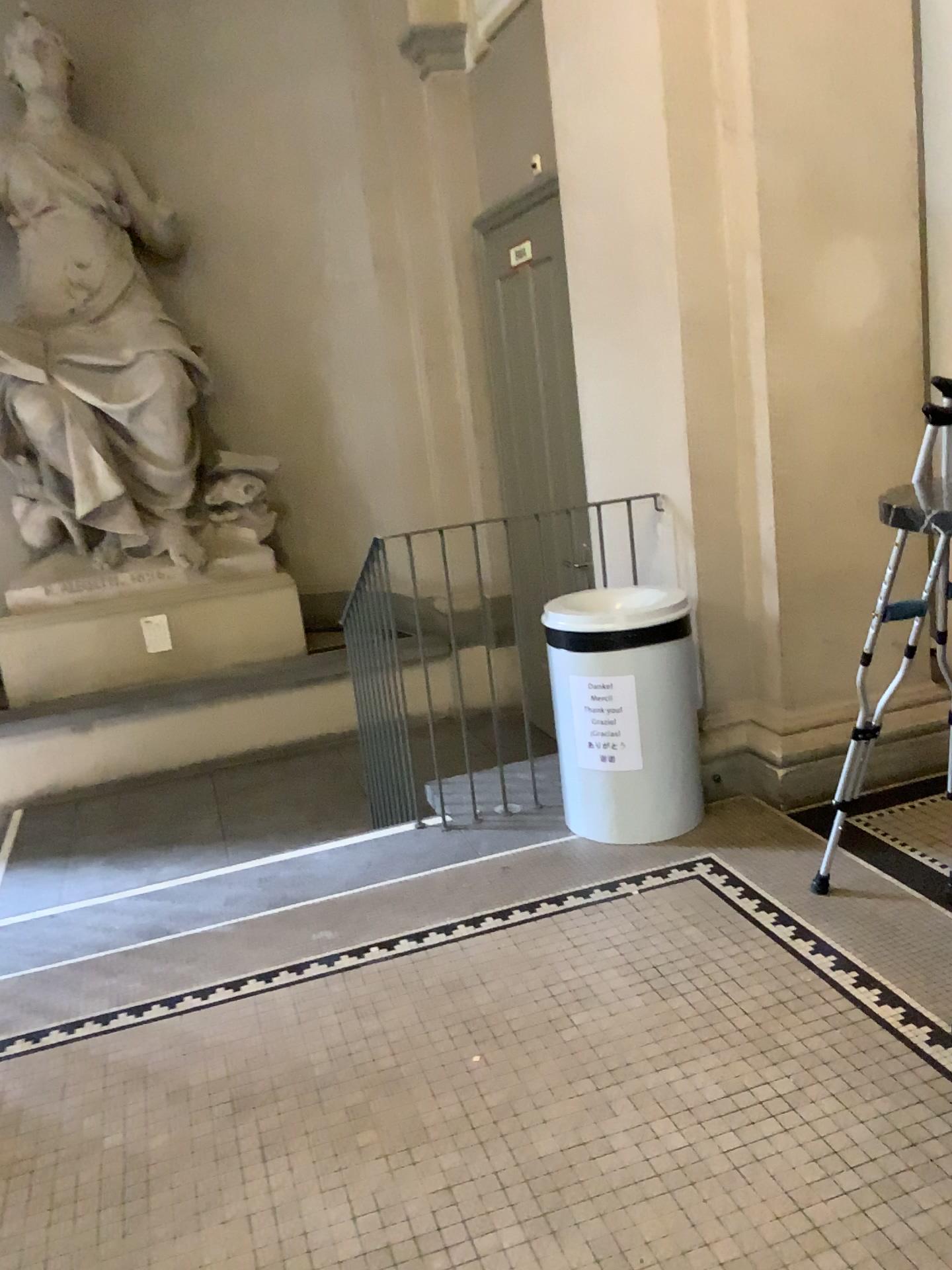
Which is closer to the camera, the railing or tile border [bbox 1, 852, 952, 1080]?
tile border [bbox 1, 852, 952, 1080]

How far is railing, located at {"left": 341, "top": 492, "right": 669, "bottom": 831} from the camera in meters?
3.4

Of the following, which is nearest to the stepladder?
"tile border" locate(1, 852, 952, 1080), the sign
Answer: "tile border" locate(1, 852, 952, 1080)

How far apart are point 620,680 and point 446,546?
0.7 meters

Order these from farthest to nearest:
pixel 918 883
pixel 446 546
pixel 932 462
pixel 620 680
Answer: pixel 446 546 < pixel 620 680 < pixel 918 883 < pixel 932 462

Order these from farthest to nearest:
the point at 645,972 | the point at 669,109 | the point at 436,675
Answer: the point at 436,675 < the point at 669,109 < the point at 645,972

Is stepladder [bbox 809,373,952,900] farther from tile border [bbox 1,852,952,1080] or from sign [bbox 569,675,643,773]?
sign [bbox 569,675,643,773]

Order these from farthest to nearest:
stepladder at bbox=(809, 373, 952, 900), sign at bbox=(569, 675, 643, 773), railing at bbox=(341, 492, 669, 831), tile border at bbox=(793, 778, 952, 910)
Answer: railing at bbox=(341, 492, 669, 831) → sign at bbox=(569, 675, 643, 773) → tile border at bbox=(793, 778, 952, 910) → stepladder at bbox=(809, 373, 952, 900)

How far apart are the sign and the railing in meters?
0.4

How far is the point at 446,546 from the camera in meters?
3.4
